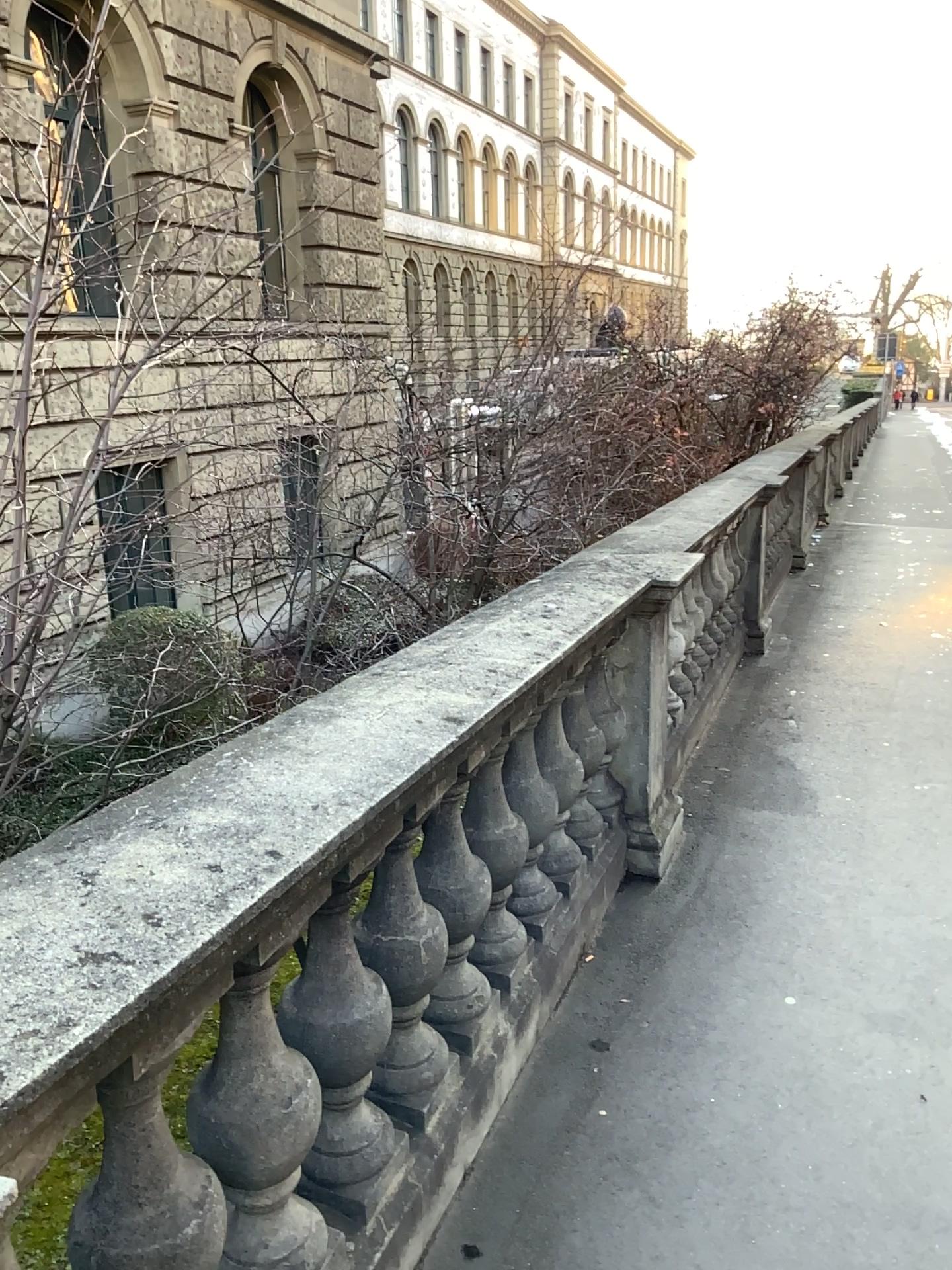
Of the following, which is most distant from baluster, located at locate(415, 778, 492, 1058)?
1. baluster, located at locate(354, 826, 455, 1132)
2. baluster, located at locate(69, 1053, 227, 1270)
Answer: baluster, located at locate(69, 1053, 227, 1270)

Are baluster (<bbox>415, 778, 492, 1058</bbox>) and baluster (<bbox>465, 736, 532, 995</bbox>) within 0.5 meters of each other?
yes

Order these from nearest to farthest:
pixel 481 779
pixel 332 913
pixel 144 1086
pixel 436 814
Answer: pixel 144 1086 < pixel 332 913 < pixel 436 814 < pixel 481 779

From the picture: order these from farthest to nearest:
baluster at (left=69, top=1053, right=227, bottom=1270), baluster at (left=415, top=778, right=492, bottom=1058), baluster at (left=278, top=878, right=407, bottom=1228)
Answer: baluster at (left=415, top=778, right=492, bottom=1058), baluster at (left=278, top=878, right=407, bottom=1228), baluster at (left=69, top=1053, right=227, bottom=1270)

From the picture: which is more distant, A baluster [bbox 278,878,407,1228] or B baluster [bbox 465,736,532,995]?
B baluster [bbox 465,736,532,995]

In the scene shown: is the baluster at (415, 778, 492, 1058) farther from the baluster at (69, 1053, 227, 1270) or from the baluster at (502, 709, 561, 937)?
the baluster at (69, 1053, 227, 1270)

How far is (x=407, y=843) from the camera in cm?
191

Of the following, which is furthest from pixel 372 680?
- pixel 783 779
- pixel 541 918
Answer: pixel 783 779

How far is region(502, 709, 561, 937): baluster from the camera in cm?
262

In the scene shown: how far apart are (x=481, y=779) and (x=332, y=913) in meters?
0.8 m
